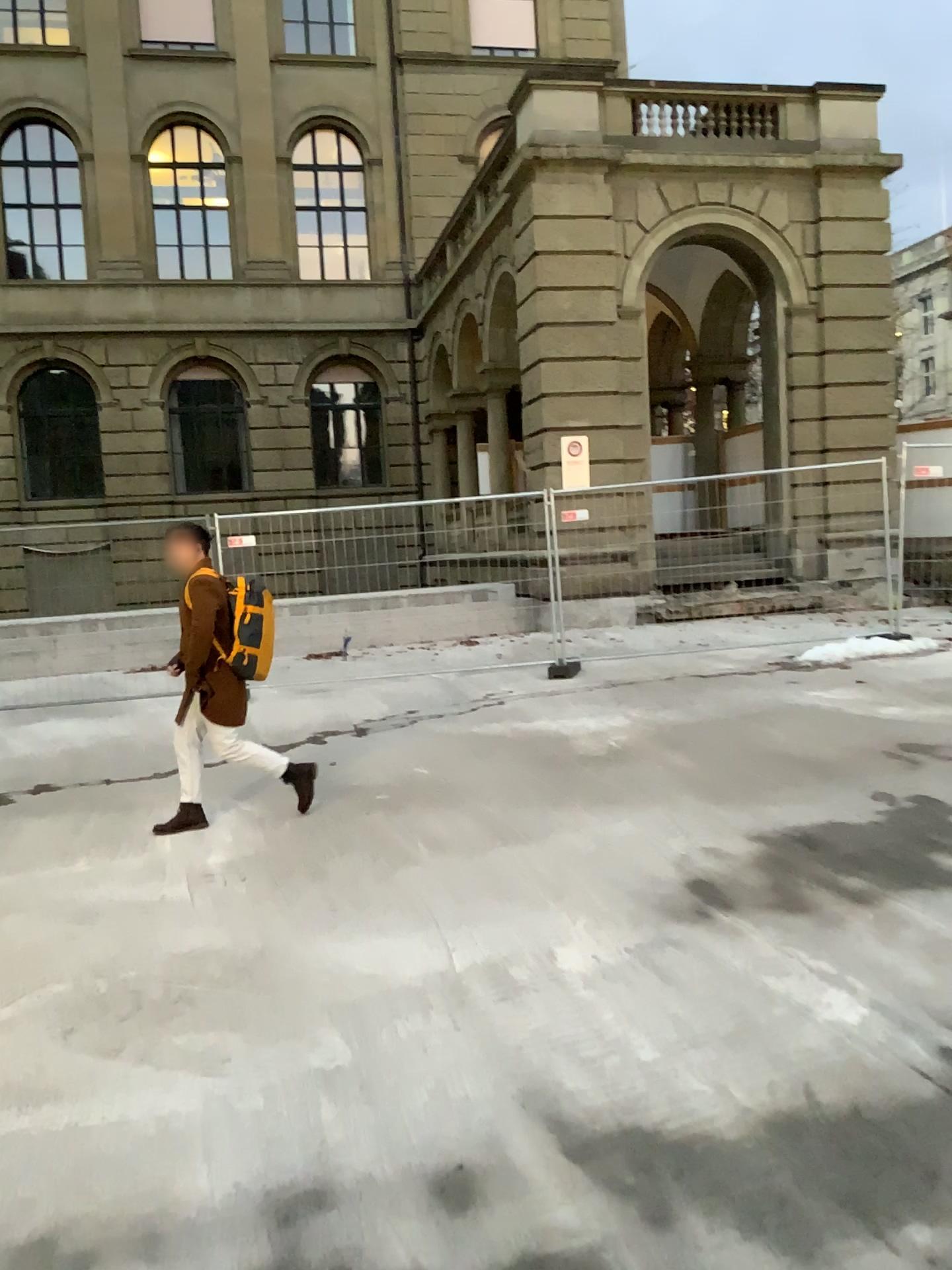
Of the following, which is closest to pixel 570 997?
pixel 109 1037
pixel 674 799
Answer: pixel 109 1037
